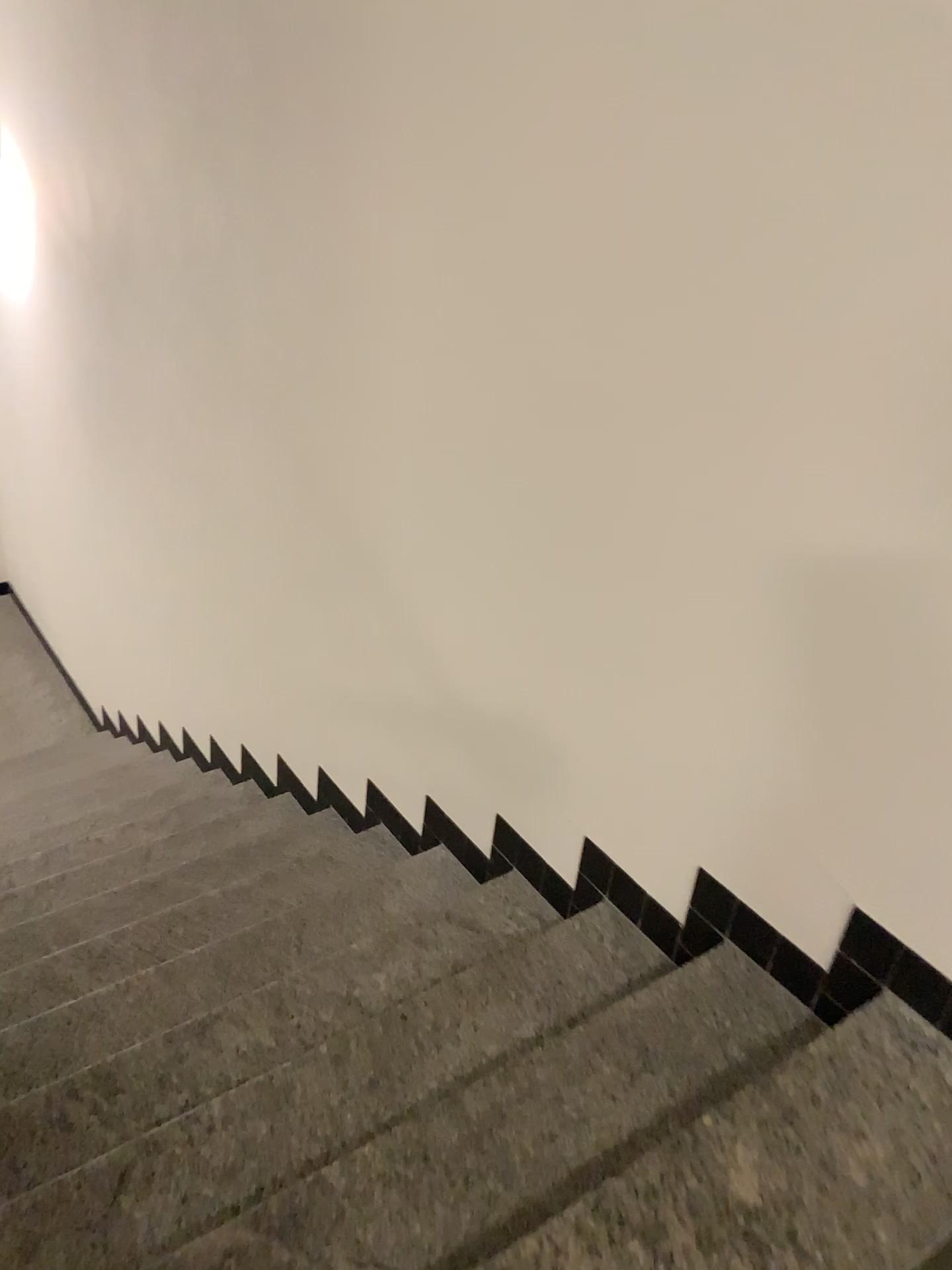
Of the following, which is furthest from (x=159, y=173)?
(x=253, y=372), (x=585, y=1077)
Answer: (x=585, y=1077)
